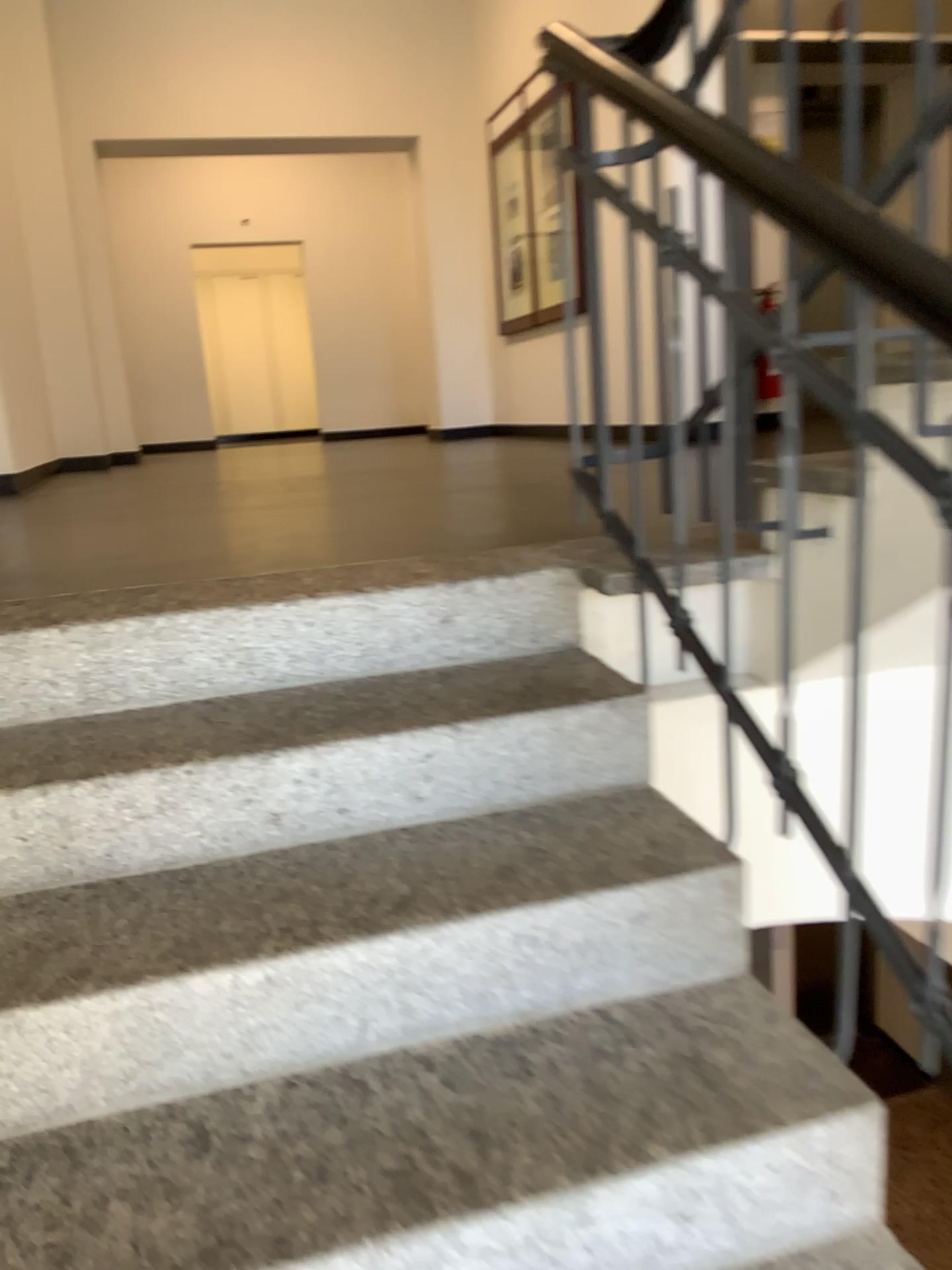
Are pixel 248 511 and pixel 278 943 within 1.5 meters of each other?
no
